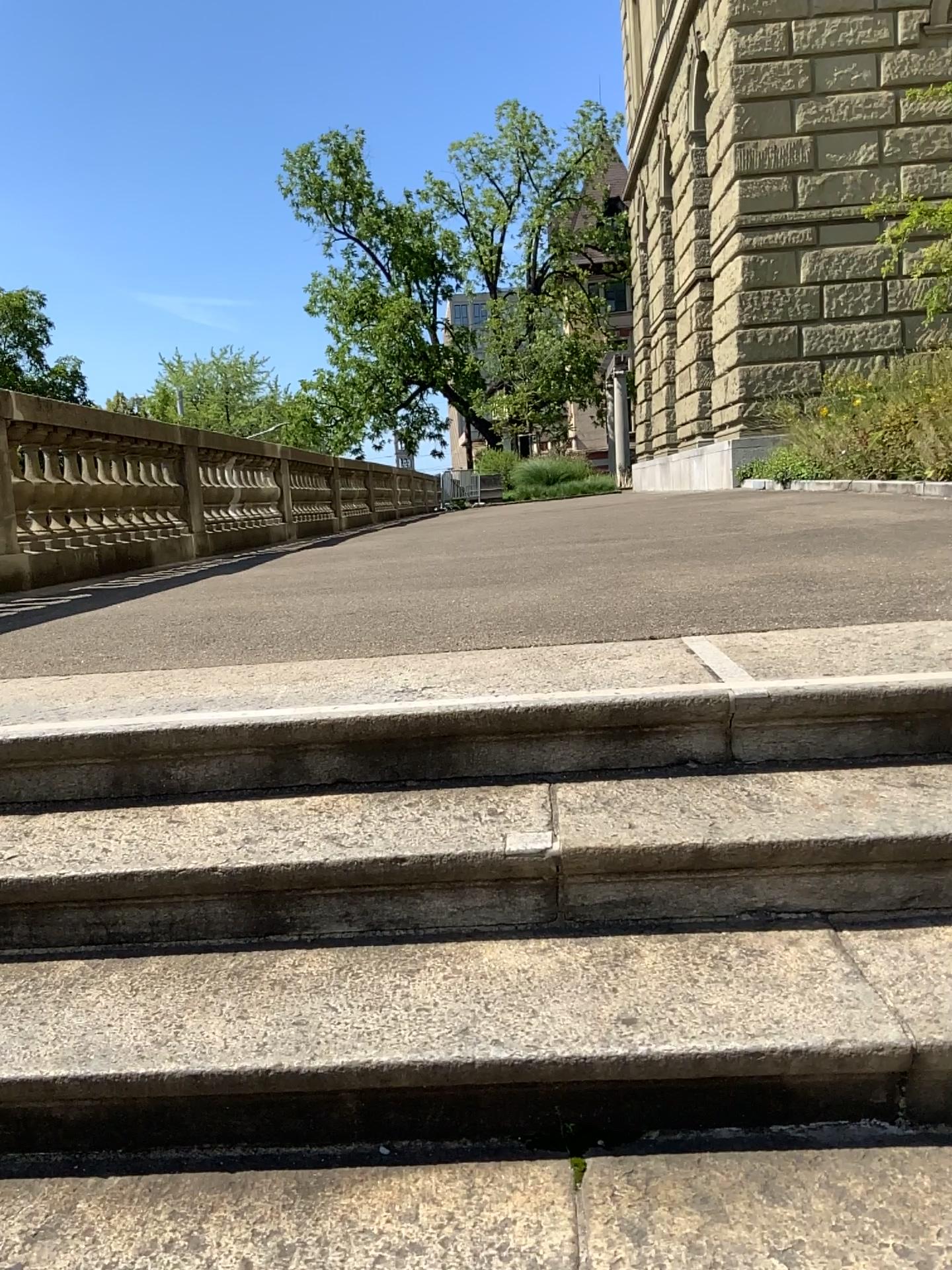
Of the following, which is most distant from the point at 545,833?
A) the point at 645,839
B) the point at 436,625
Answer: the point at 436,625
